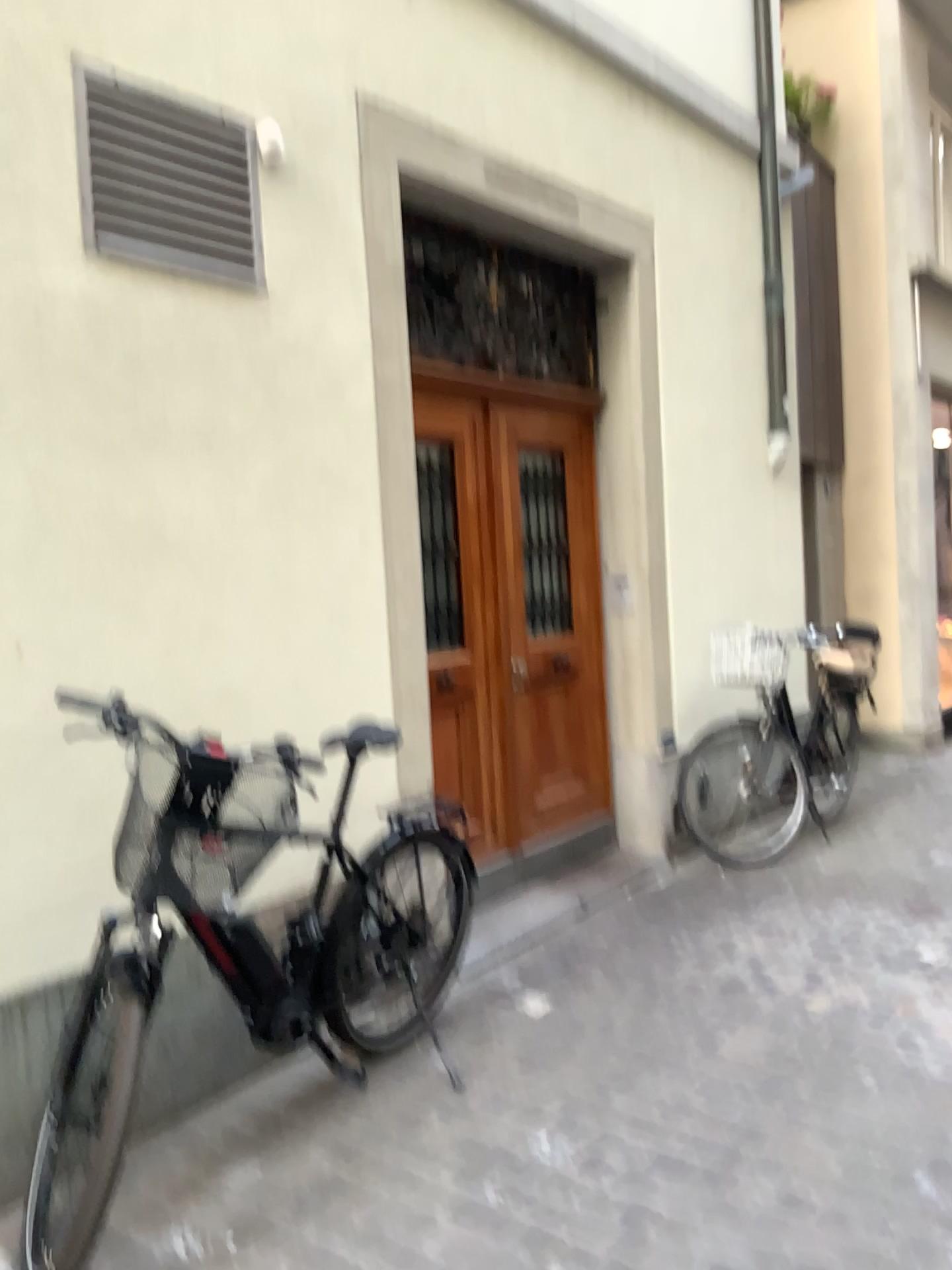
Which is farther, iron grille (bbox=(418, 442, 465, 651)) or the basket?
iron grille (bbox=(418, 442, 465, 651))

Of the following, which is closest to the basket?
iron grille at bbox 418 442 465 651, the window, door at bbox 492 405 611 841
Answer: the window

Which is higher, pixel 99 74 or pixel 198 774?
pixel 99 74

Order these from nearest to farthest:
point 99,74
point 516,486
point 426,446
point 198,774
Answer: point 198,774
point 99,74
point 426,446
point 516,486

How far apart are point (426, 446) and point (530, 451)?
0.7m

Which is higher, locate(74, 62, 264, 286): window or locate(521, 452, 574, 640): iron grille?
locate(74, 62, 264, 286): window

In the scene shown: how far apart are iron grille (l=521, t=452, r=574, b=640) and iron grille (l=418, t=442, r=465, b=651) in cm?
46

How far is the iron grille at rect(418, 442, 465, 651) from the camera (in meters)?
4.27

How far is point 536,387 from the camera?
4.77m

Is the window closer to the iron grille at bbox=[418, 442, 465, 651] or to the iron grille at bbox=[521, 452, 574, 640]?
the iron grille at bbox=[418, 442, 465, 651]
